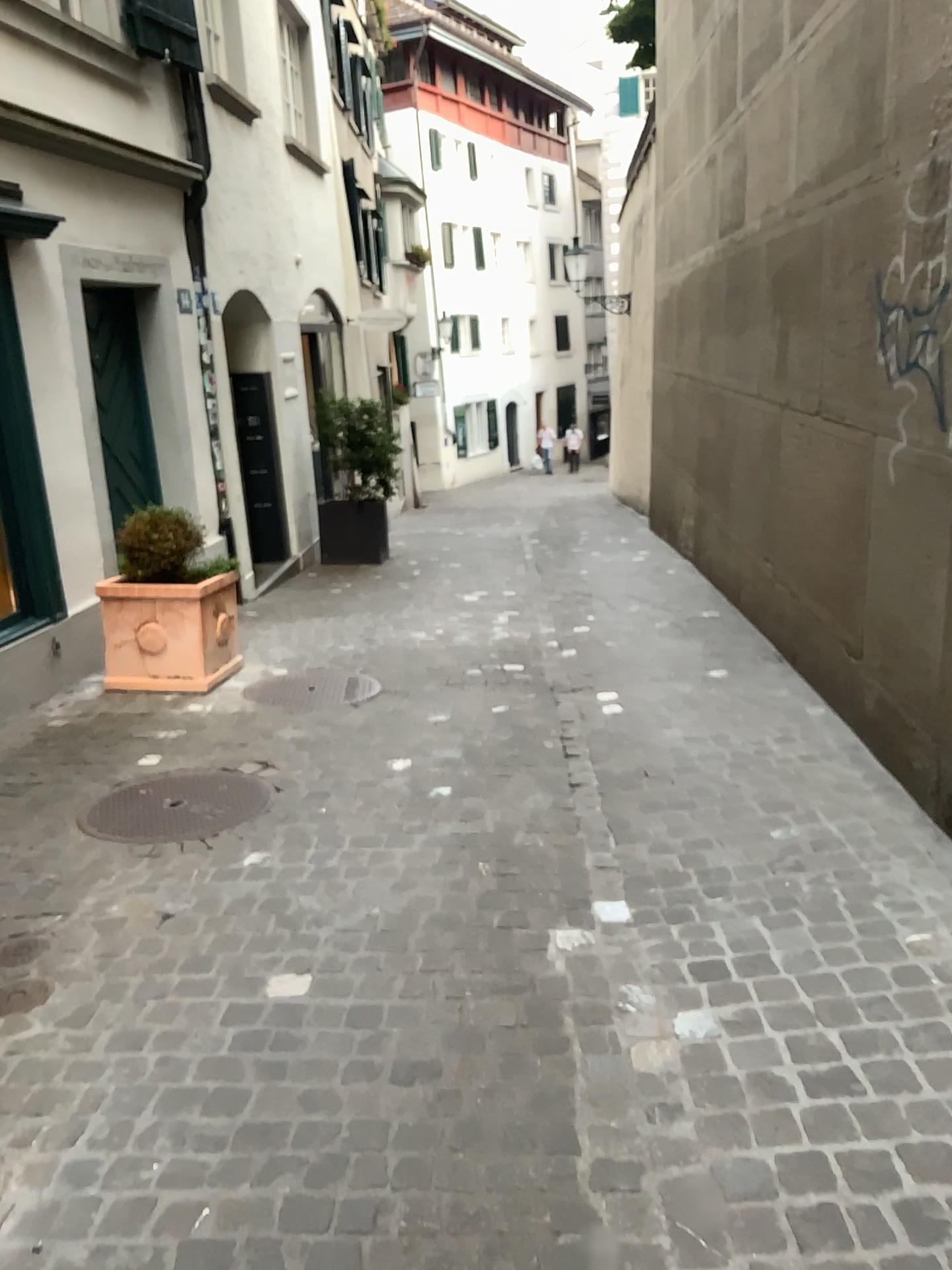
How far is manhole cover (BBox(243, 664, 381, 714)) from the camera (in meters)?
5.20

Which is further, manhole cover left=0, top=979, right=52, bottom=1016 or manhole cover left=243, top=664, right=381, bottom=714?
manhole cover left=243, top=664, right=381, bottom=714

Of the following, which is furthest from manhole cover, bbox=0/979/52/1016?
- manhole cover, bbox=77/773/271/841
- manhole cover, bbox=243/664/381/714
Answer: manhole cover, bbox=243/664/381/714

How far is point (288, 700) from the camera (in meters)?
5.20

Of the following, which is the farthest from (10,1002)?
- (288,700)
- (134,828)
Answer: (288,700)

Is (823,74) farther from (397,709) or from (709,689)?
(397,709)

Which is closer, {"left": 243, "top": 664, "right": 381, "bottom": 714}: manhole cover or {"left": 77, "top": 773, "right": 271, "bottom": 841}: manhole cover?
{"left": 77, "top": 773, "right": 271, "bottom": 841}: manhole cover

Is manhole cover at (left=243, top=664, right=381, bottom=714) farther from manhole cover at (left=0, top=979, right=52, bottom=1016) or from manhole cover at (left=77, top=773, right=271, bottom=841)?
manhole cover at (left=0, top=979, right=52, bottom=1016)

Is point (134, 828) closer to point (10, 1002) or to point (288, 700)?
point (10, 1002)

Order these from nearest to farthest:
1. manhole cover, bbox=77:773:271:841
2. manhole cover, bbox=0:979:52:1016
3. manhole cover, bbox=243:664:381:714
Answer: manhole cover, bbox=0:979:52:1016 < manhole cover, bbox=77:773:271:841 < manhole cover, bbox=243:664:381:714
